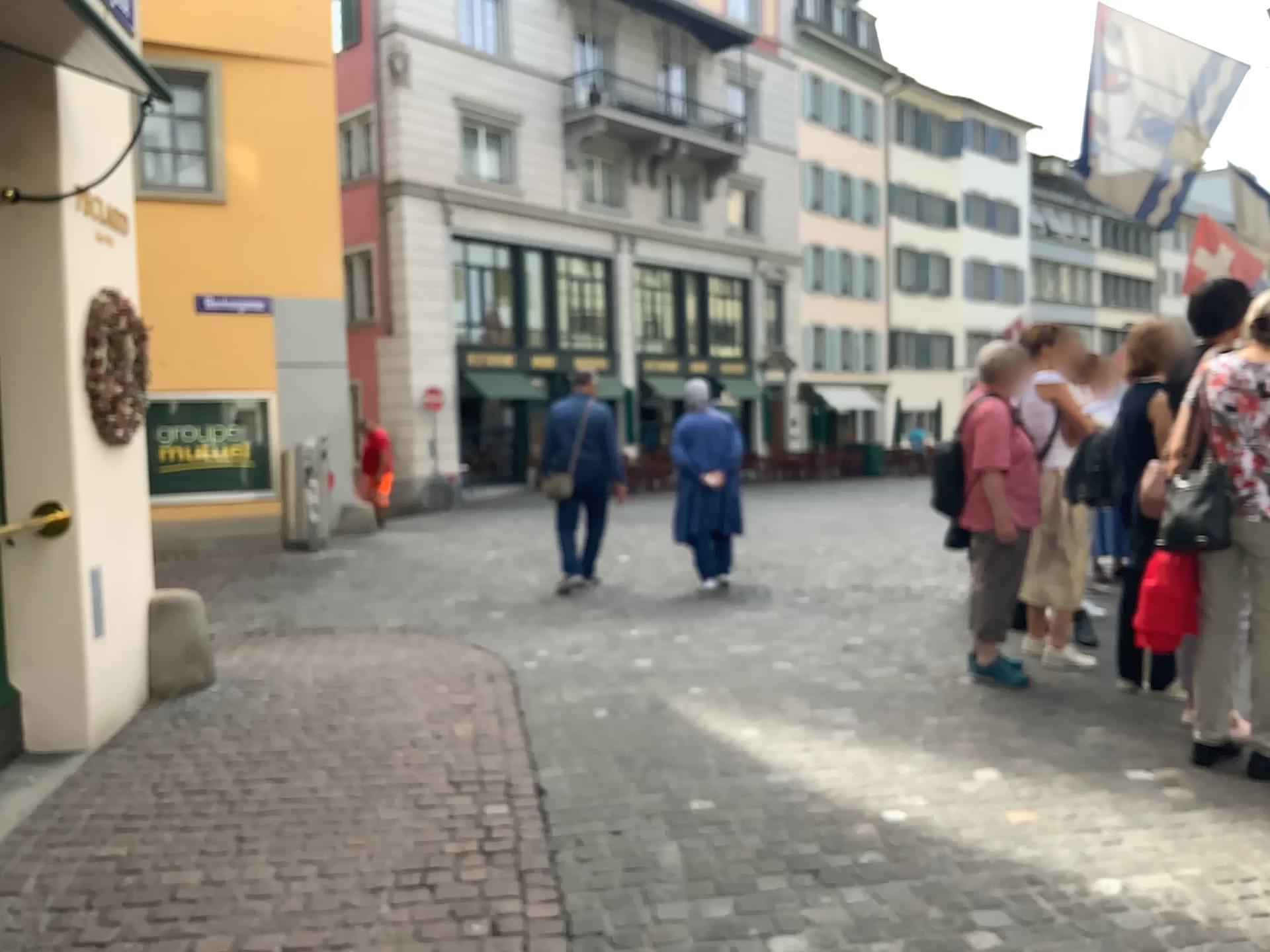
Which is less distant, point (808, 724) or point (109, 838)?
point (109, 838)
